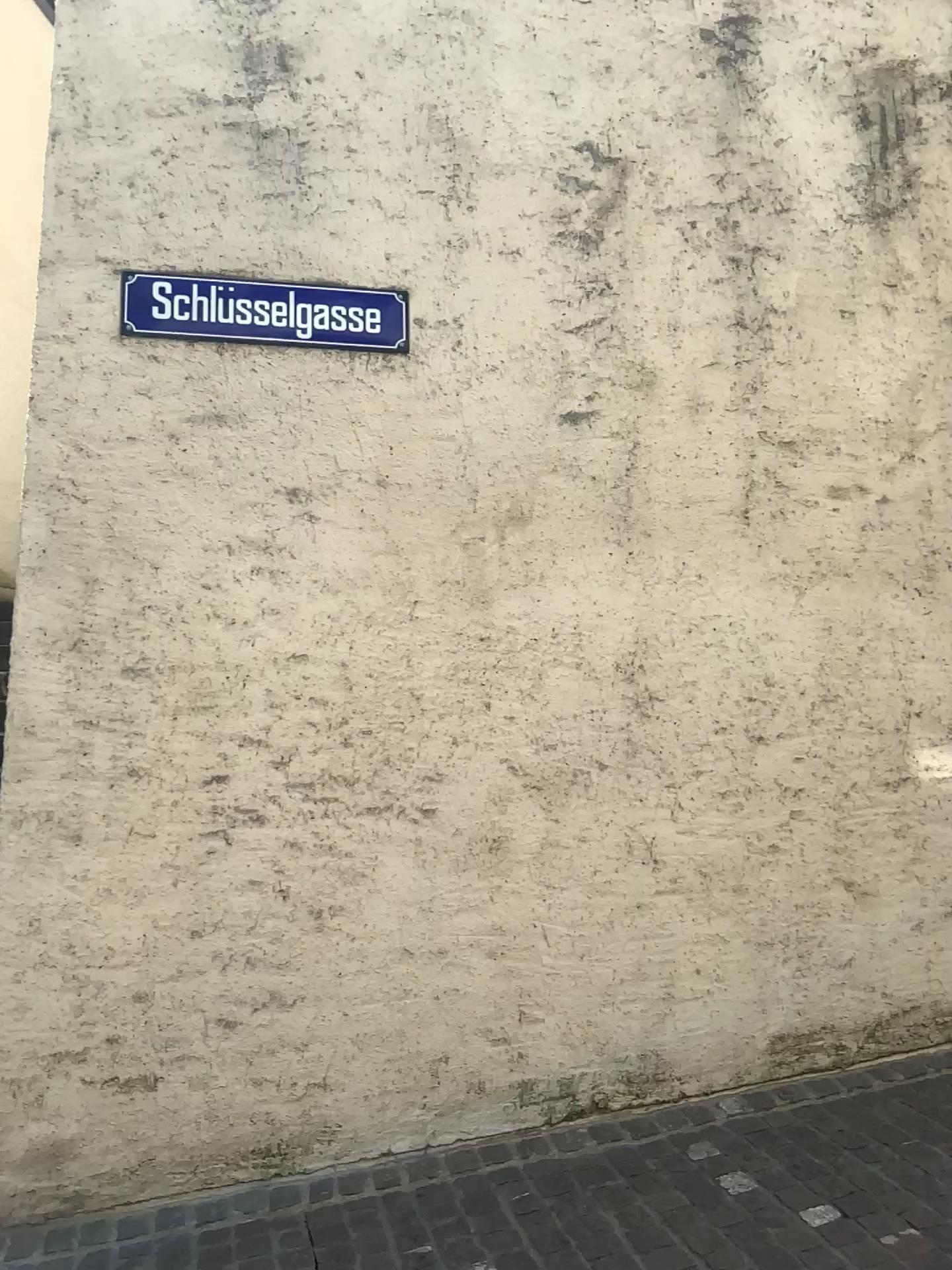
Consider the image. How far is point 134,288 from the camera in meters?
3.3 m

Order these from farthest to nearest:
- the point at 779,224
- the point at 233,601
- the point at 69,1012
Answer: the point at 779,224 → the point at 233,601 → the point at 69,1012

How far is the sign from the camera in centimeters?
332cm
